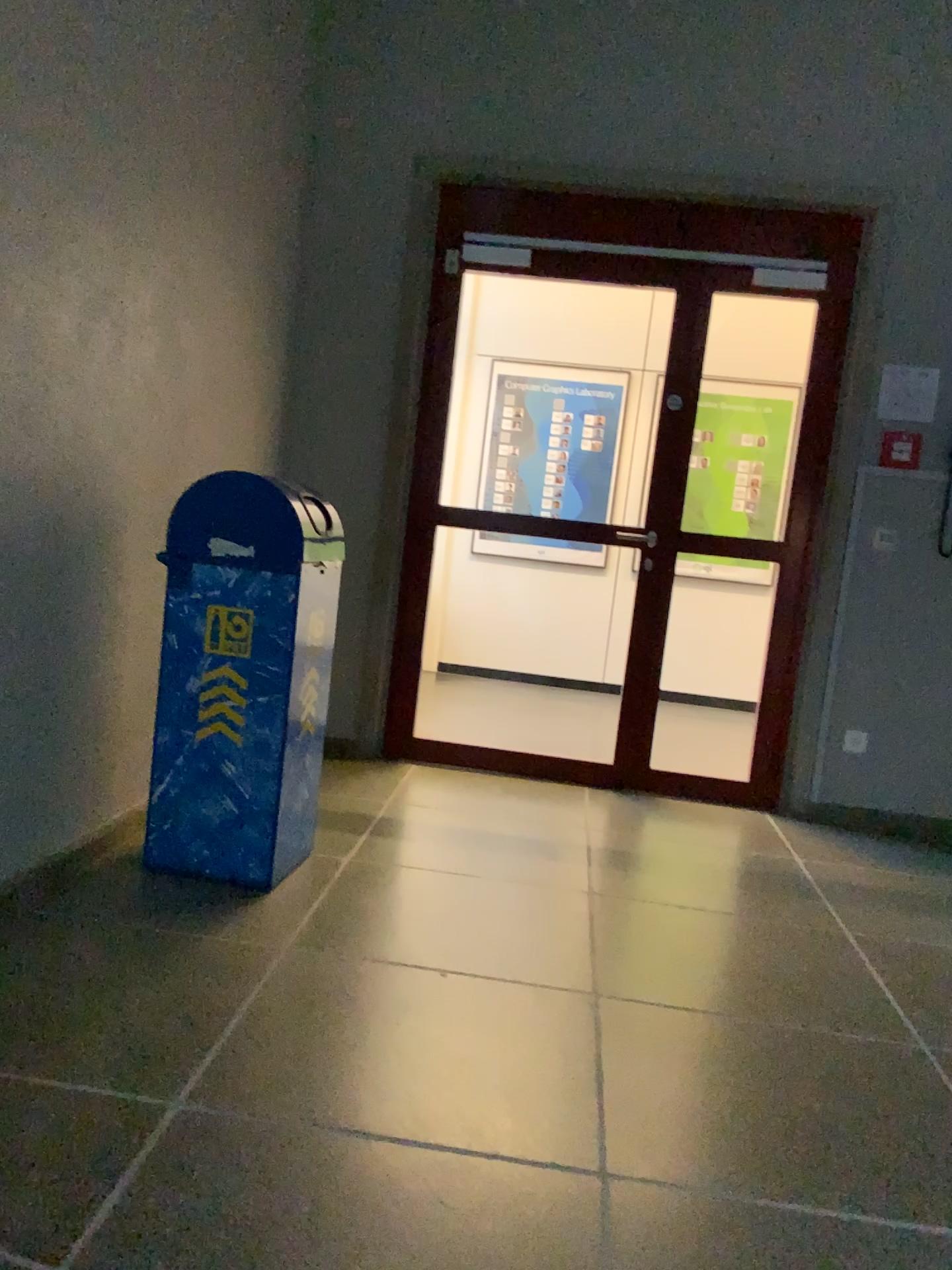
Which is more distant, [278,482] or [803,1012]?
[278,482]

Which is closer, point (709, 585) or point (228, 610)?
point (228, 610)

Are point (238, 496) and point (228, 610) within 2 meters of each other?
yes

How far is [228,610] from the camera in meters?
2.8

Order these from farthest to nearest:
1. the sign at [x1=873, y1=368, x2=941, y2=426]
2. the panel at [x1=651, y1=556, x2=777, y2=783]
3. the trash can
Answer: the panel at [x1=651, y1=556, x2=777, y2=783], the sign at [x1=873, y1=368, x2=941, y2=426], the trash can

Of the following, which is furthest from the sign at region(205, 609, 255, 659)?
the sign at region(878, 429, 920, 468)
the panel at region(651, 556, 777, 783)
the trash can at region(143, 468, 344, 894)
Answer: the sign at region(878, 429, 920, 468)

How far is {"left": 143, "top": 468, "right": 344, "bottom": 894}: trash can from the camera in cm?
274

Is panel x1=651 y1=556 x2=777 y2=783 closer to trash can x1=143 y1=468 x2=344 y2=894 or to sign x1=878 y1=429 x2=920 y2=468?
sign x1=878 y1=429 x2=920 y2=468

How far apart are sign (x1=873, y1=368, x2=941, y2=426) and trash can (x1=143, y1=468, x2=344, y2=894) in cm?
243

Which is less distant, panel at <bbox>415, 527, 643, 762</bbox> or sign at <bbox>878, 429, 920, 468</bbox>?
sign at <bbox>878, 429, 920, 468</bbox>
